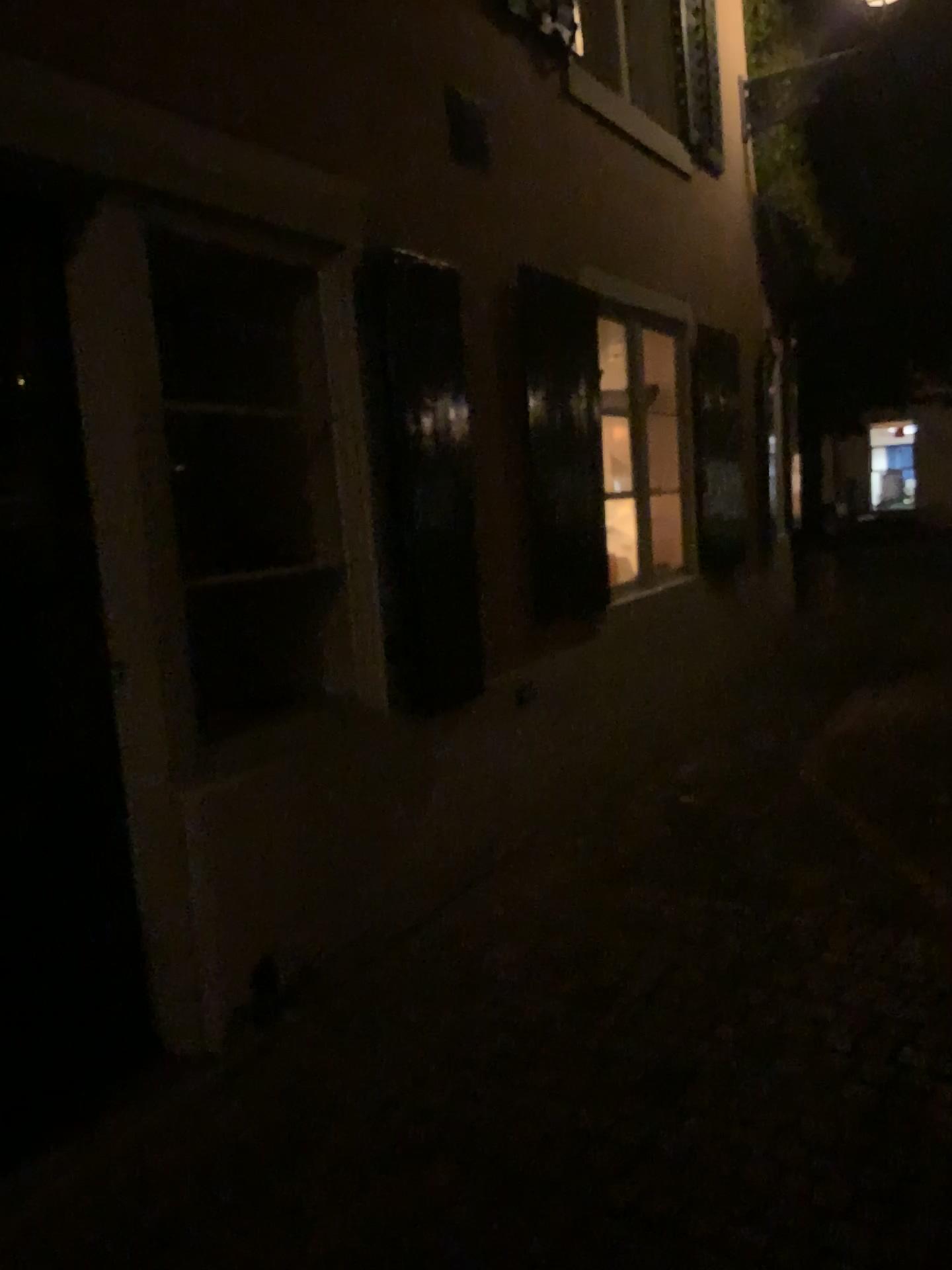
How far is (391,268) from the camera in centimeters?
345cm

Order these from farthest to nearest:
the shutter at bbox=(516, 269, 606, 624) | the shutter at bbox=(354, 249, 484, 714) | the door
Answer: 1. the shutter at bbox=(516, 269, 606, 624)
2. the shutter at bbox=(354, 249, 484, 714)
3. the door

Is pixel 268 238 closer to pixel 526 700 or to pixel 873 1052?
pixel 526 700

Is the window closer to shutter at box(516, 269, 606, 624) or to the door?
the door

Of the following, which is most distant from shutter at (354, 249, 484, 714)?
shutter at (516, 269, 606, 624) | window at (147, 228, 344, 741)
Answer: shutter at (516, 269, 606, 624)

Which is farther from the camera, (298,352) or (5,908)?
(298,352)

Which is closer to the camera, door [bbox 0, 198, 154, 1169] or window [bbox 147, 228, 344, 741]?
door [bbox 0, 198, 154, 1169]

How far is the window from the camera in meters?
3.5

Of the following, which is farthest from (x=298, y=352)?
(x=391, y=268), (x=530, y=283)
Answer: (x=530, y=283)
